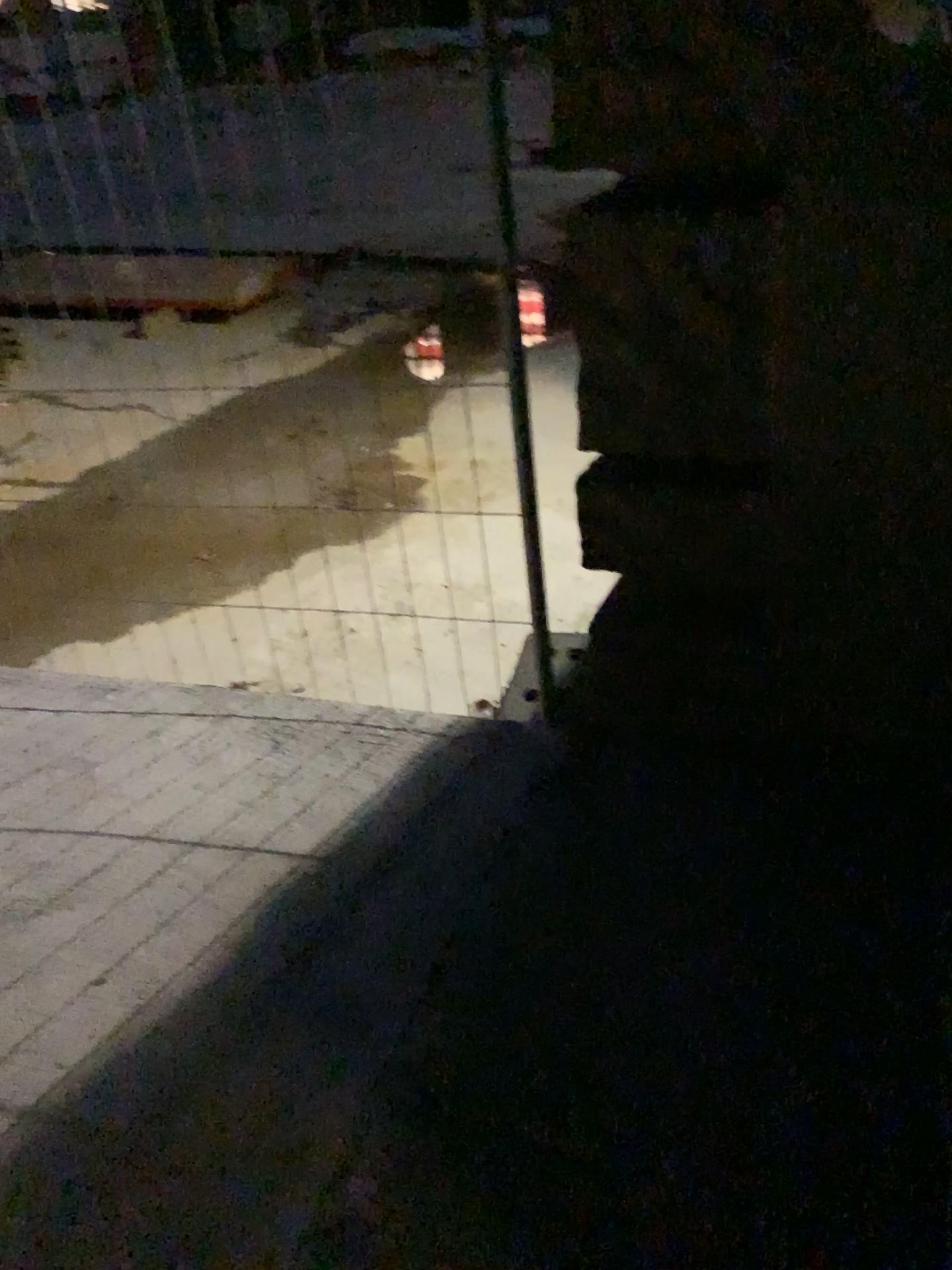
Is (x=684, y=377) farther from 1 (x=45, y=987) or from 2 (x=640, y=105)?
1 (x=45, y=987)
